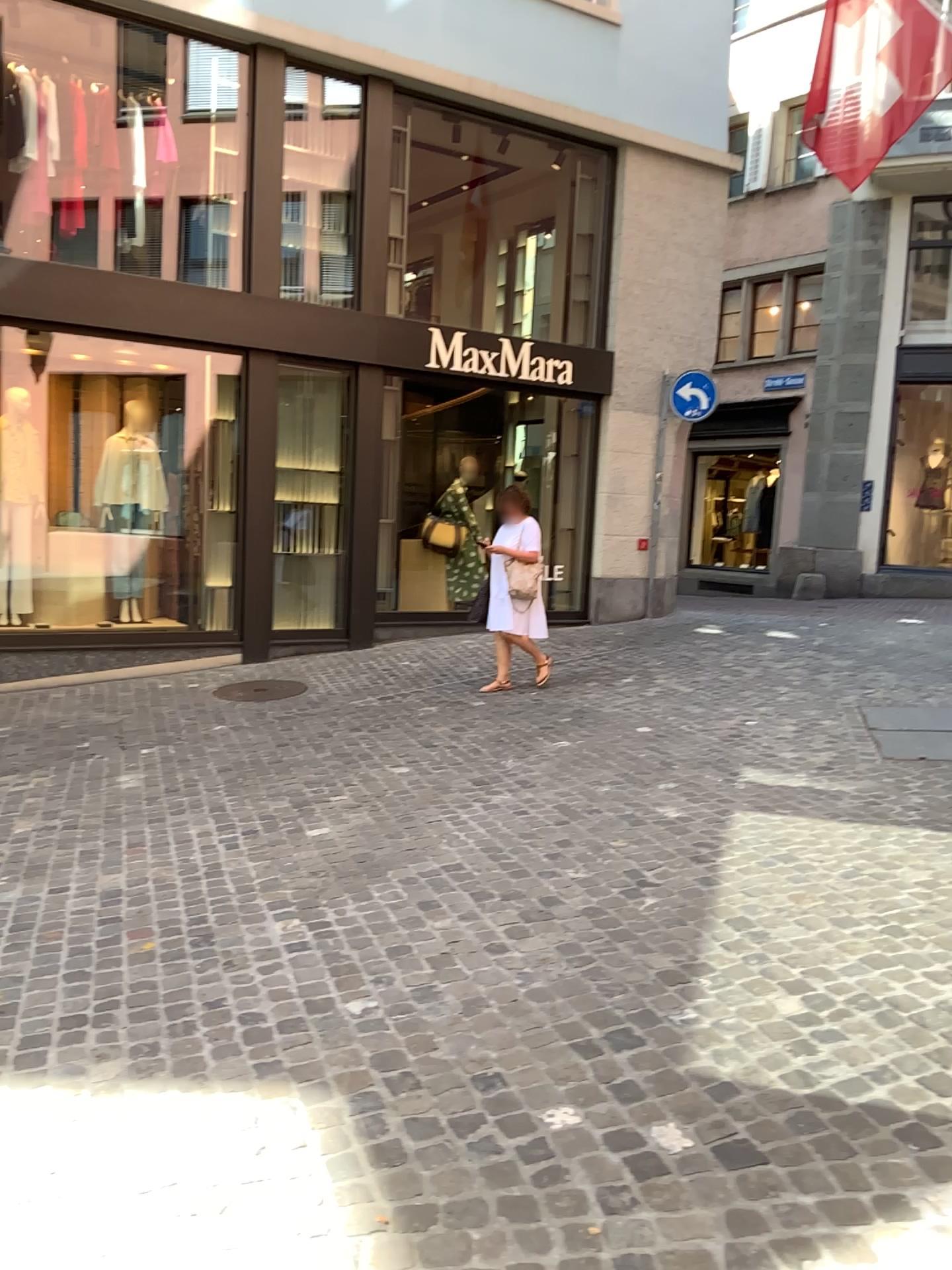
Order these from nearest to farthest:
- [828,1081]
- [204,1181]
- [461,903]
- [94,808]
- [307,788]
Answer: [204,1181] < [828,1081] < [461,903] < [94,808] < [307,788]
